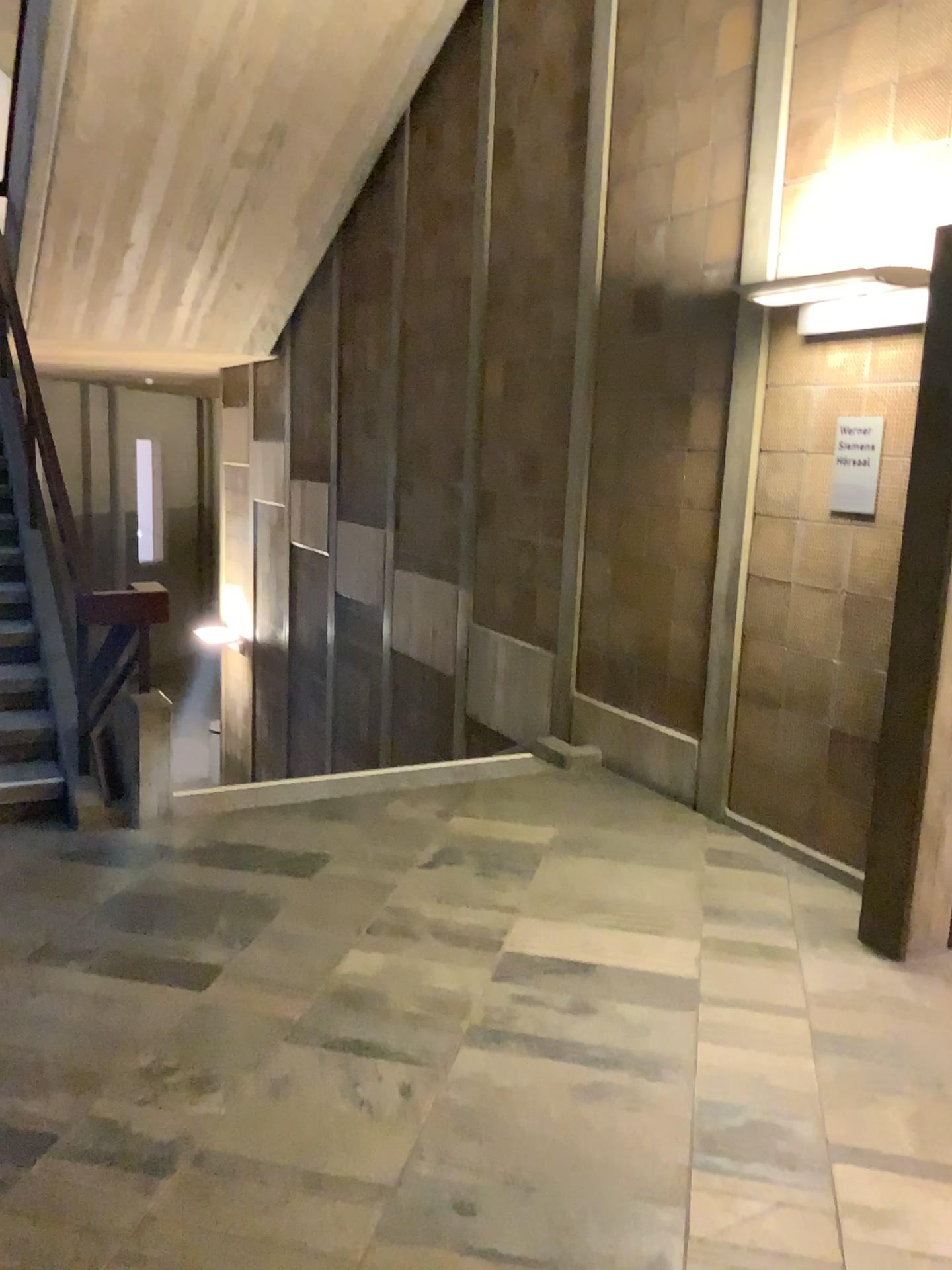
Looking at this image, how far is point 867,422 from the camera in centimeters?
375cm

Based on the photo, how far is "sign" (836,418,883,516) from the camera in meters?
3.7 m

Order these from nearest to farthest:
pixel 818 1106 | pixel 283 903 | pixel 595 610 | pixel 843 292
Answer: pixel 818 1106 → pixel 283 903 → pixel 843 292 → pixel 595 610

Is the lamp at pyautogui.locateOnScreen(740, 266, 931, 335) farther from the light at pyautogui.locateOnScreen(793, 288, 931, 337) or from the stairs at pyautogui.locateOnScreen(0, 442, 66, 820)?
the stairs at pyautogui.locateOnScreen(0, 442, 66, 820)

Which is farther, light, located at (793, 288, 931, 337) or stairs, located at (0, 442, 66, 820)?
stairs, located at (0, 442, 66, 820)

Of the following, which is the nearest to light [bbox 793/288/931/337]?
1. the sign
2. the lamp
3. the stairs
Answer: the lamp

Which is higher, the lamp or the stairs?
the lamp

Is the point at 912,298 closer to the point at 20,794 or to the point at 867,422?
the point at 867,422

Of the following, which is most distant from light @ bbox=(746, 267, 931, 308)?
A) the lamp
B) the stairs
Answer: the stairs

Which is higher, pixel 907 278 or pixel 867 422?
pixel 907 278
